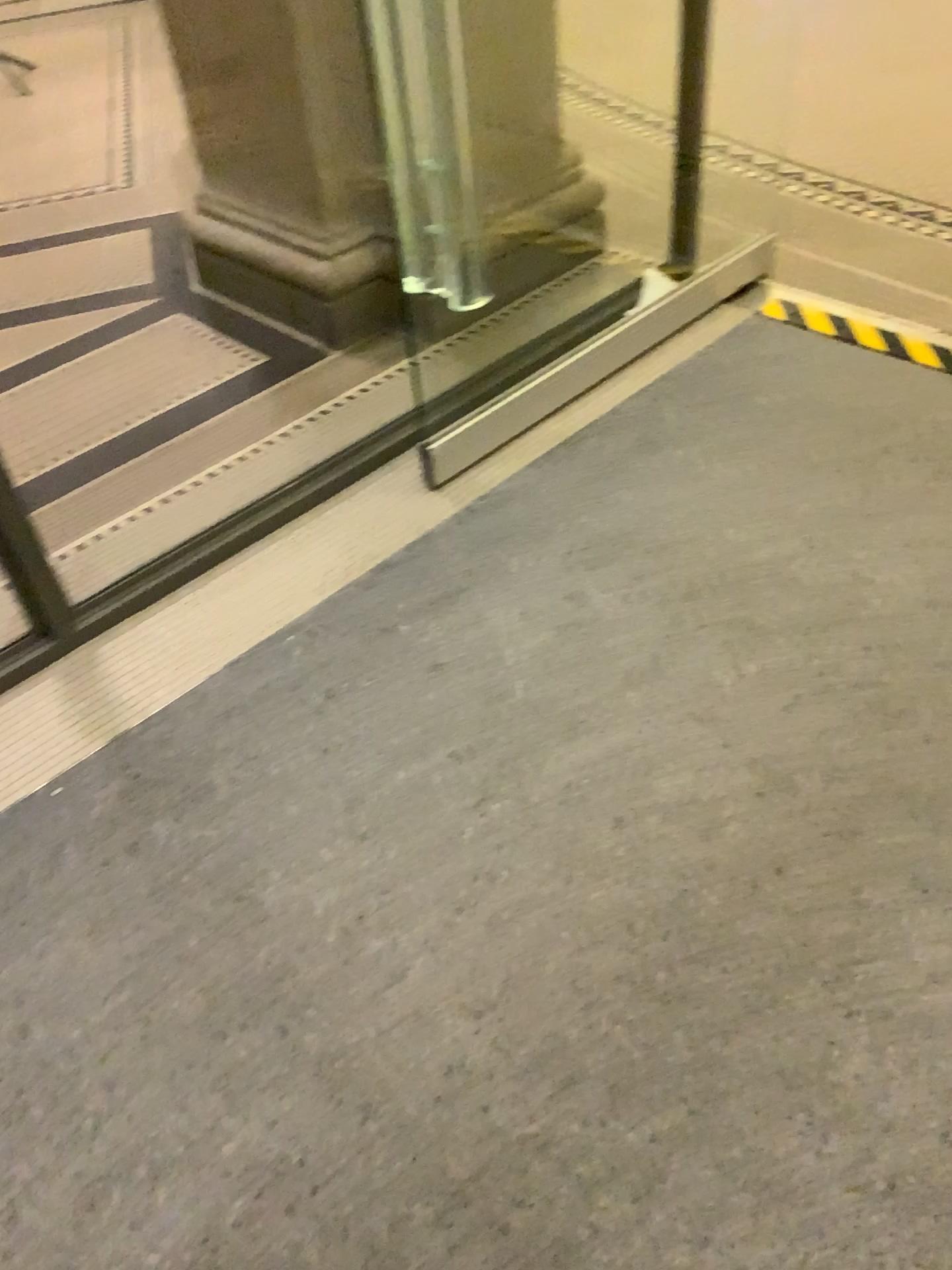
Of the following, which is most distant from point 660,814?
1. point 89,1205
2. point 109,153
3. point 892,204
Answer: point 109,153
